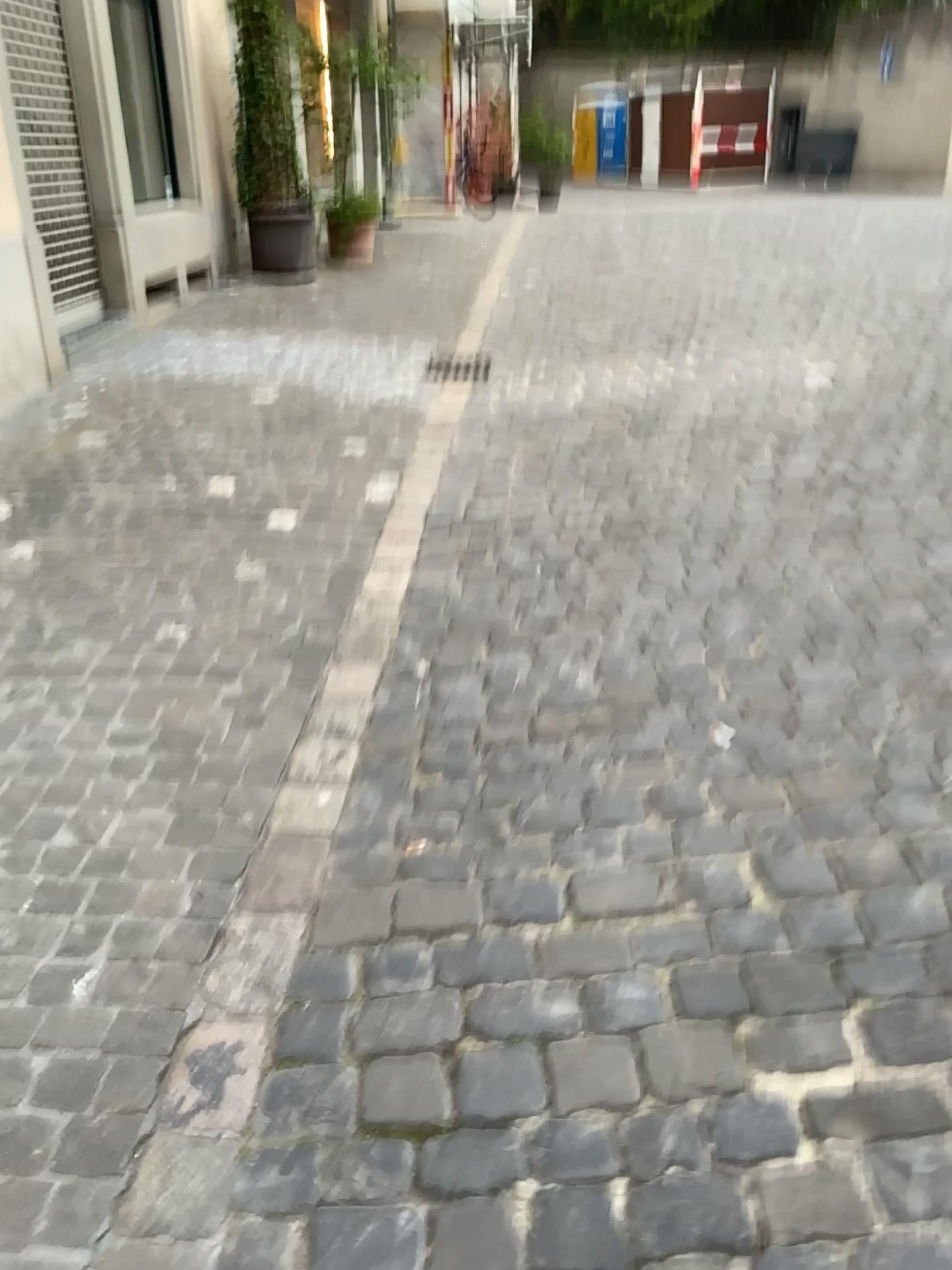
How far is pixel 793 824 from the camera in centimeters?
216cm
